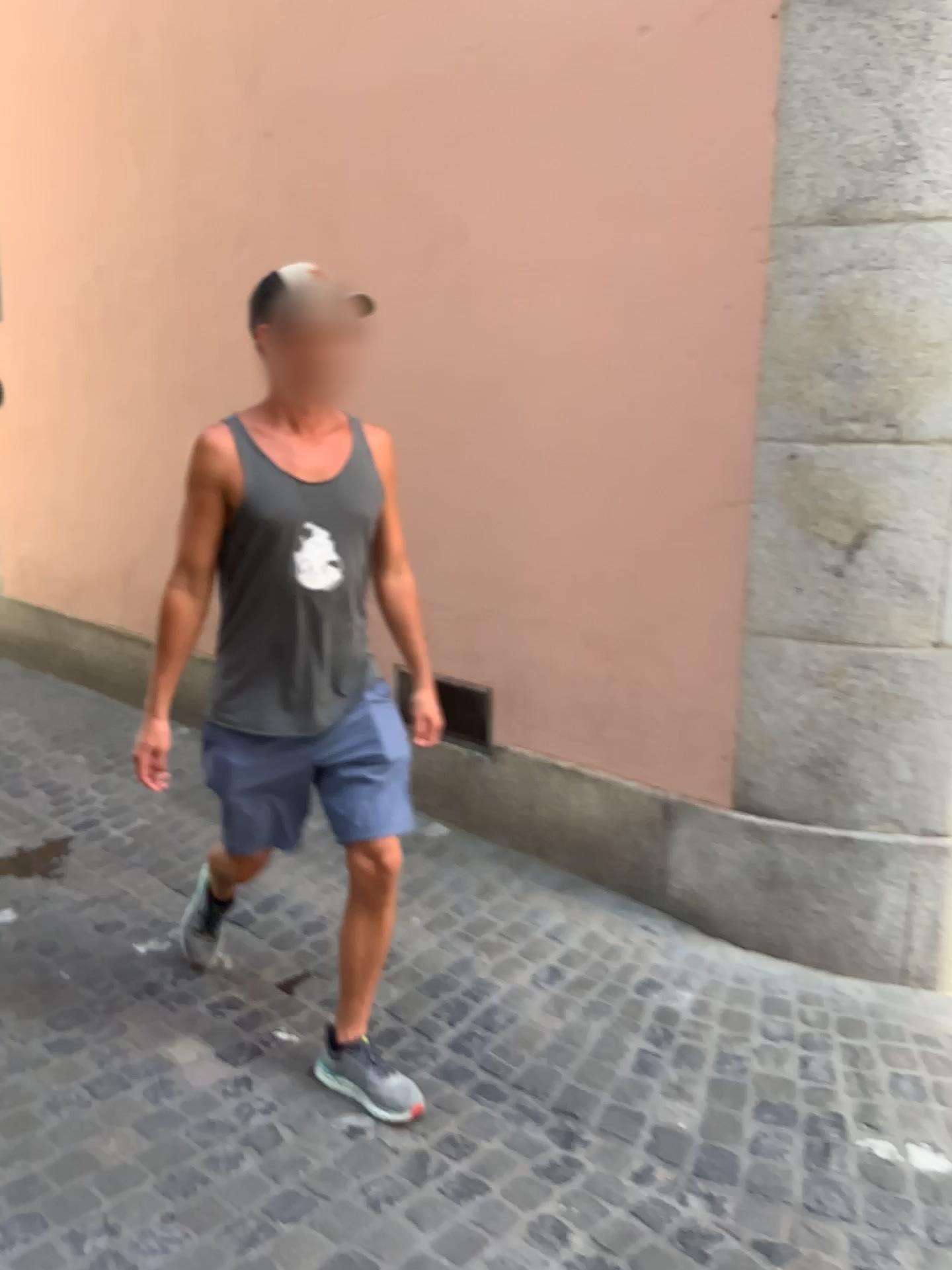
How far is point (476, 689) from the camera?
A: 3.6m

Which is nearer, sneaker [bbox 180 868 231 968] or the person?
the person

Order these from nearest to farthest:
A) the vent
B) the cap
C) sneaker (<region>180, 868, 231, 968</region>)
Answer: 1. the cap
2. sneaker (<region>180, 868, 231, 968</region>)
3. the vent

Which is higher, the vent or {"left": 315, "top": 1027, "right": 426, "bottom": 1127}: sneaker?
the vent

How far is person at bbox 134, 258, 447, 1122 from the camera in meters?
2.2 m

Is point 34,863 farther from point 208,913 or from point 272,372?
point 272,372

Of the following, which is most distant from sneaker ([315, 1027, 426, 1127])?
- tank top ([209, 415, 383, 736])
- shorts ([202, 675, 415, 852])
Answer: tank top ([209, 415, 383, 736])

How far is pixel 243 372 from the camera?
4.2m

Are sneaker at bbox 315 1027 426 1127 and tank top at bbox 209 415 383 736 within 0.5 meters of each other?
no

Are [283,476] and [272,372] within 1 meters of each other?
yes
